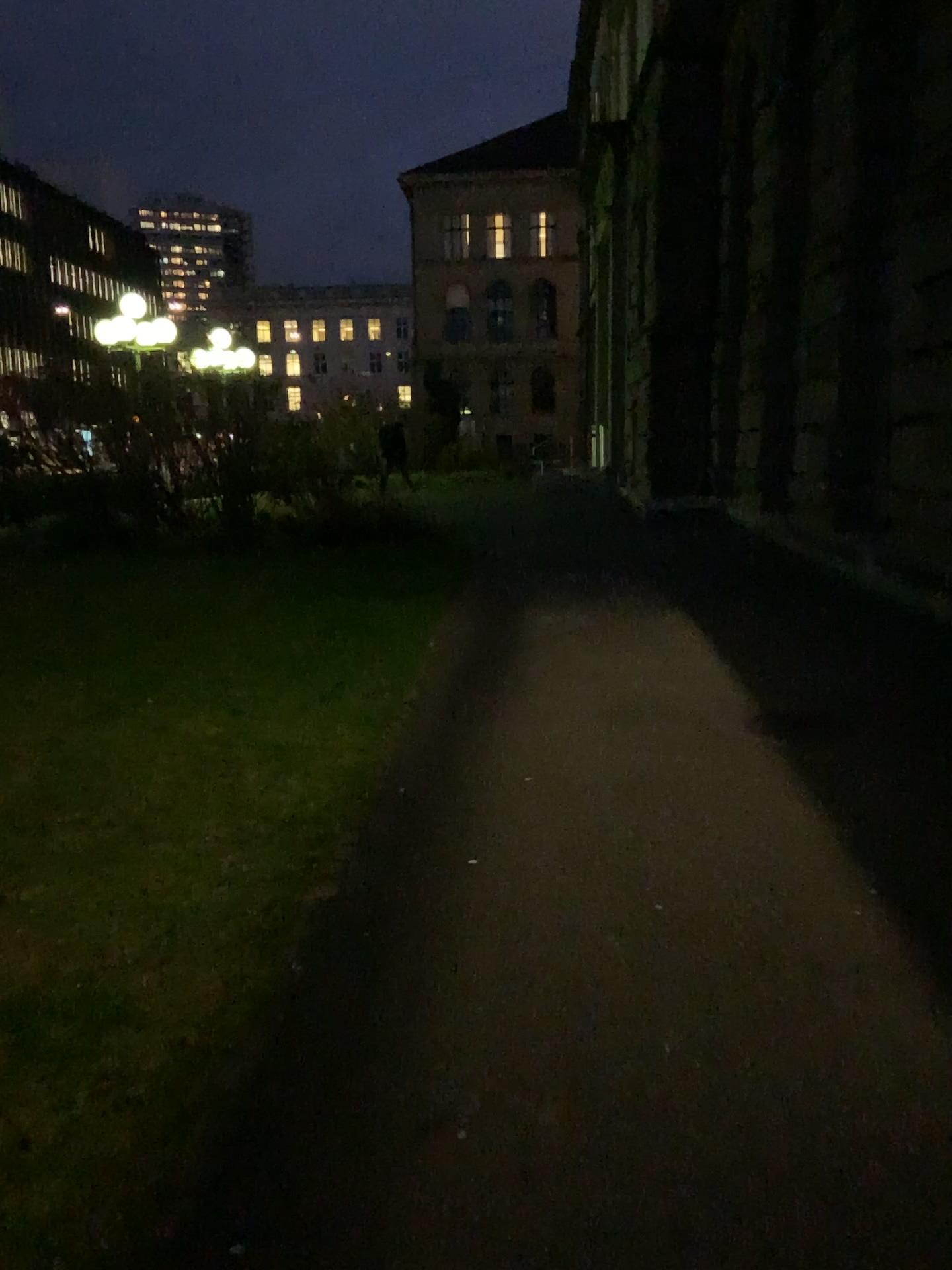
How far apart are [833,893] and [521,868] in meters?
1.0
